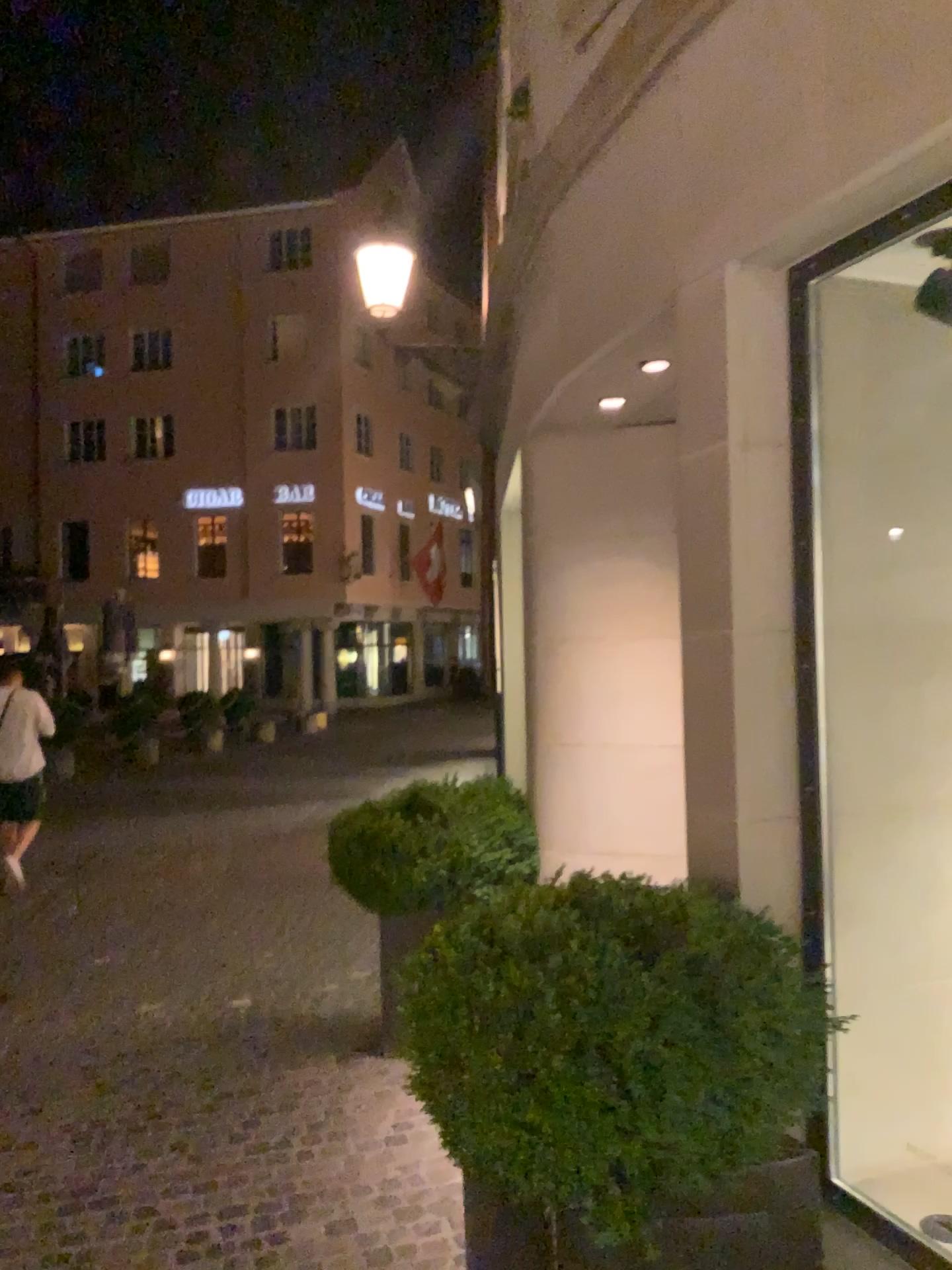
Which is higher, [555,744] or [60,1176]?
[555,744]

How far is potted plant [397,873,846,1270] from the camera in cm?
201

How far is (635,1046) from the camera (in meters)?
2.01
